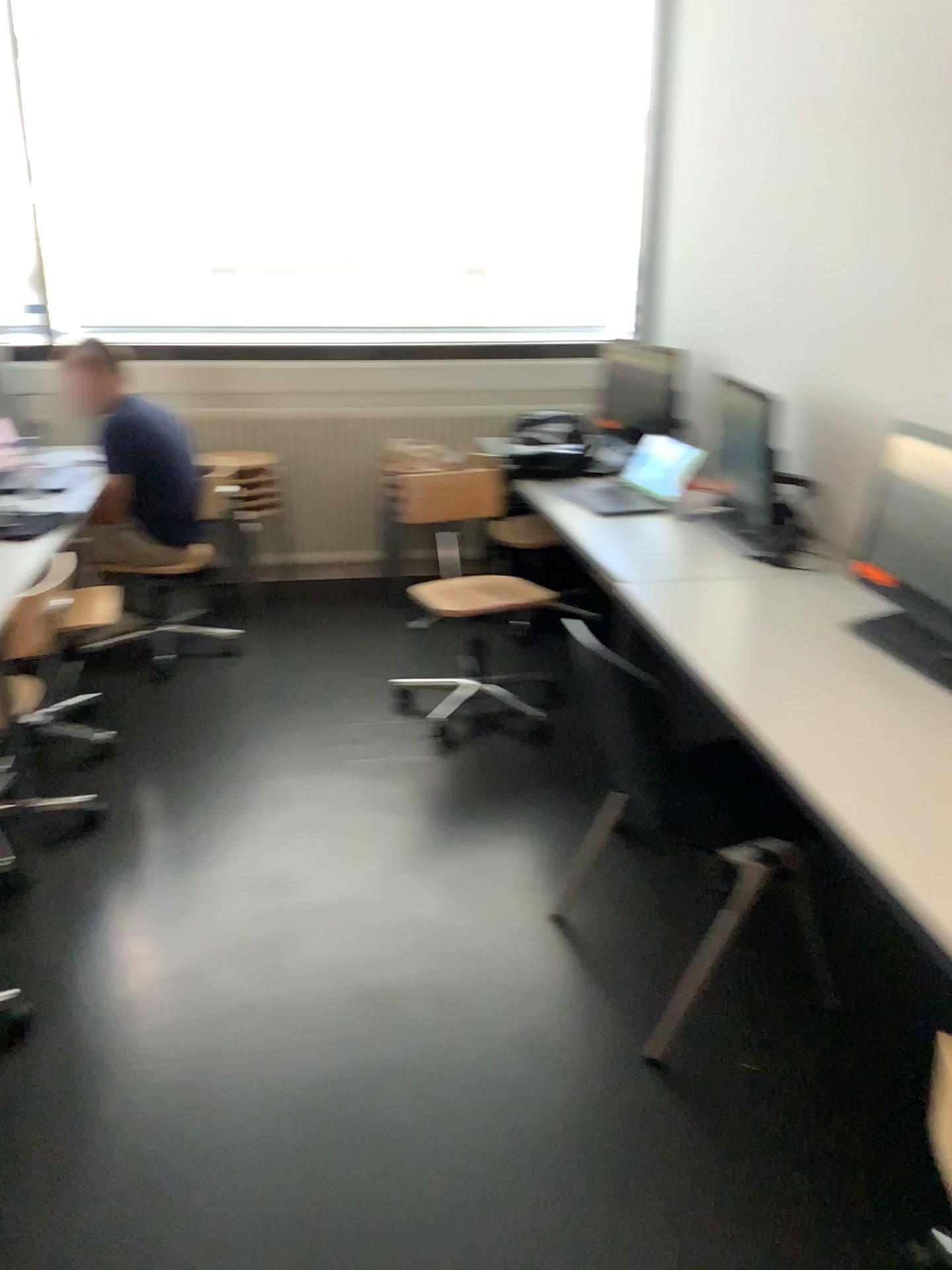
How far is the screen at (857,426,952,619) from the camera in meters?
2.6

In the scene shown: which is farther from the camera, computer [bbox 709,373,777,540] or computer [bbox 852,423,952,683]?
computer [bbox 709,373,777,540]

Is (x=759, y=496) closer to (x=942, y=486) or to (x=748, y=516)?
(x=748, y=516)

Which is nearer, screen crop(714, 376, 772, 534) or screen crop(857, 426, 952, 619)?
screen crop(857, 426, 952, 619)

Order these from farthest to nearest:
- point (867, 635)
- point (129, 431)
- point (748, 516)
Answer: point (129, 431) → point (748, 516) → point (867, 635)

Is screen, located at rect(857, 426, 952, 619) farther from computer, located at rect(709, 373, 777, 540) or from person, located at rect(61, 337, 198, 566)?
person, located at rect(61, 337, 198, 566)

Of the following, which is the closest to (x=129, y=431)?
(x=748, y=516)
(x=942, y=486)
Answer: (x=748, y=516)

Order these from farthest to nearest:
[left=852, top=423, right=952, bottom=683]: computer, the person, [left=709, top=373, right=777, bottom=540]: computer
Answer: the person
[left=709, top=373, right=777, bottom=540]: computer
[left=852, top=423, right=952, bottom=683]: computer

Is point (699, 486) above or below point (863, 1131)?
above

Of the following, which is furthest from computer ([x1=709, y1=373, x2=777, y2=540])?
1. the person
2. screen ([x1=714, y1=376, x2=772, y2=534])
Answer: the person
